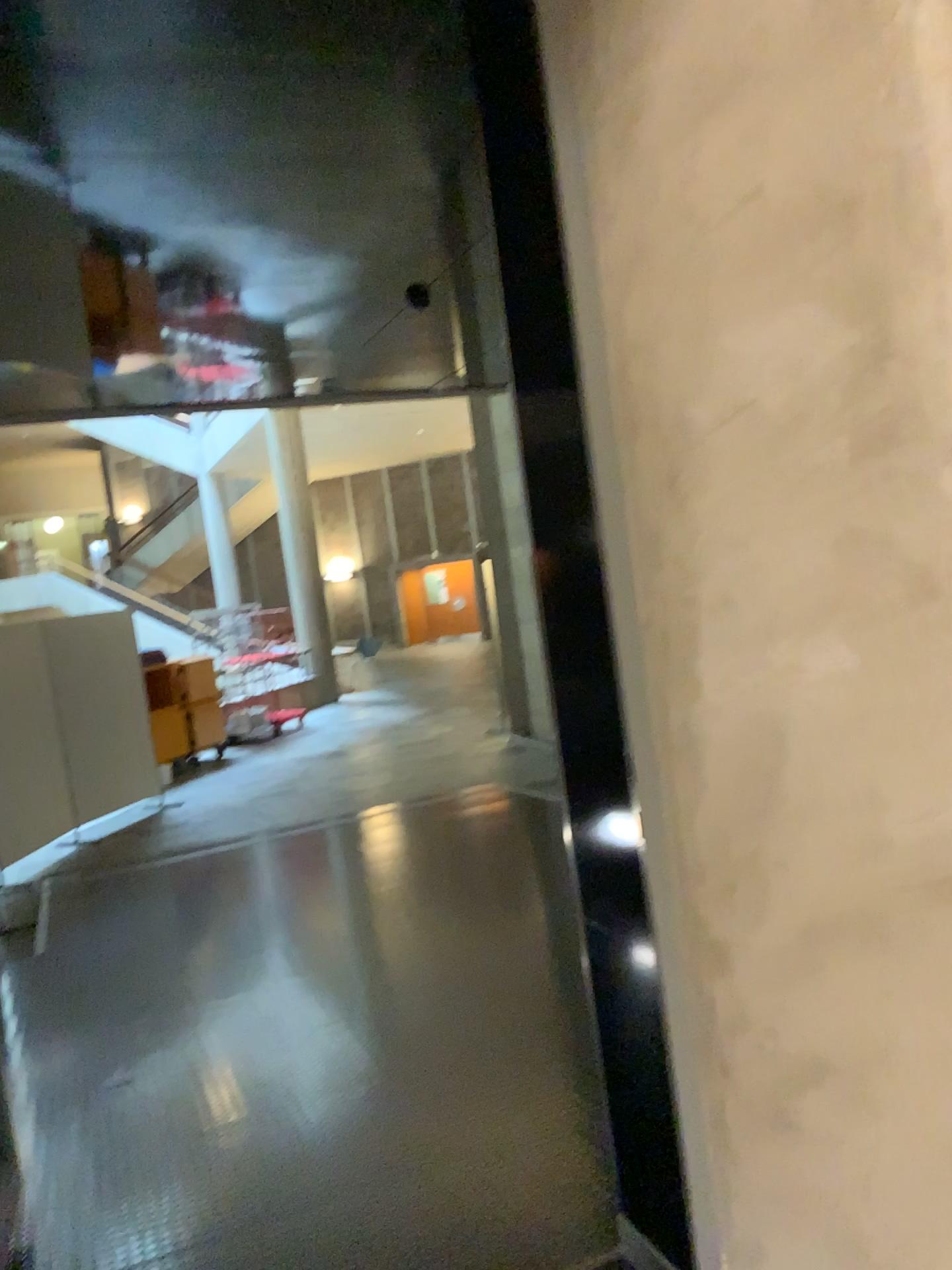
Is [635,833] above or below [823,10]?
below

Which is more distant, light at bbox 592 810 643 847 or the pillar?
light at bbox 592 810 643 847

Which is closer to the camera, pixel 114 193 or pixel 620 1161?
pixel 620 1161

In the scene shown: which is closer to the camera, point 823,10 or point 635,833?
point 823,10
